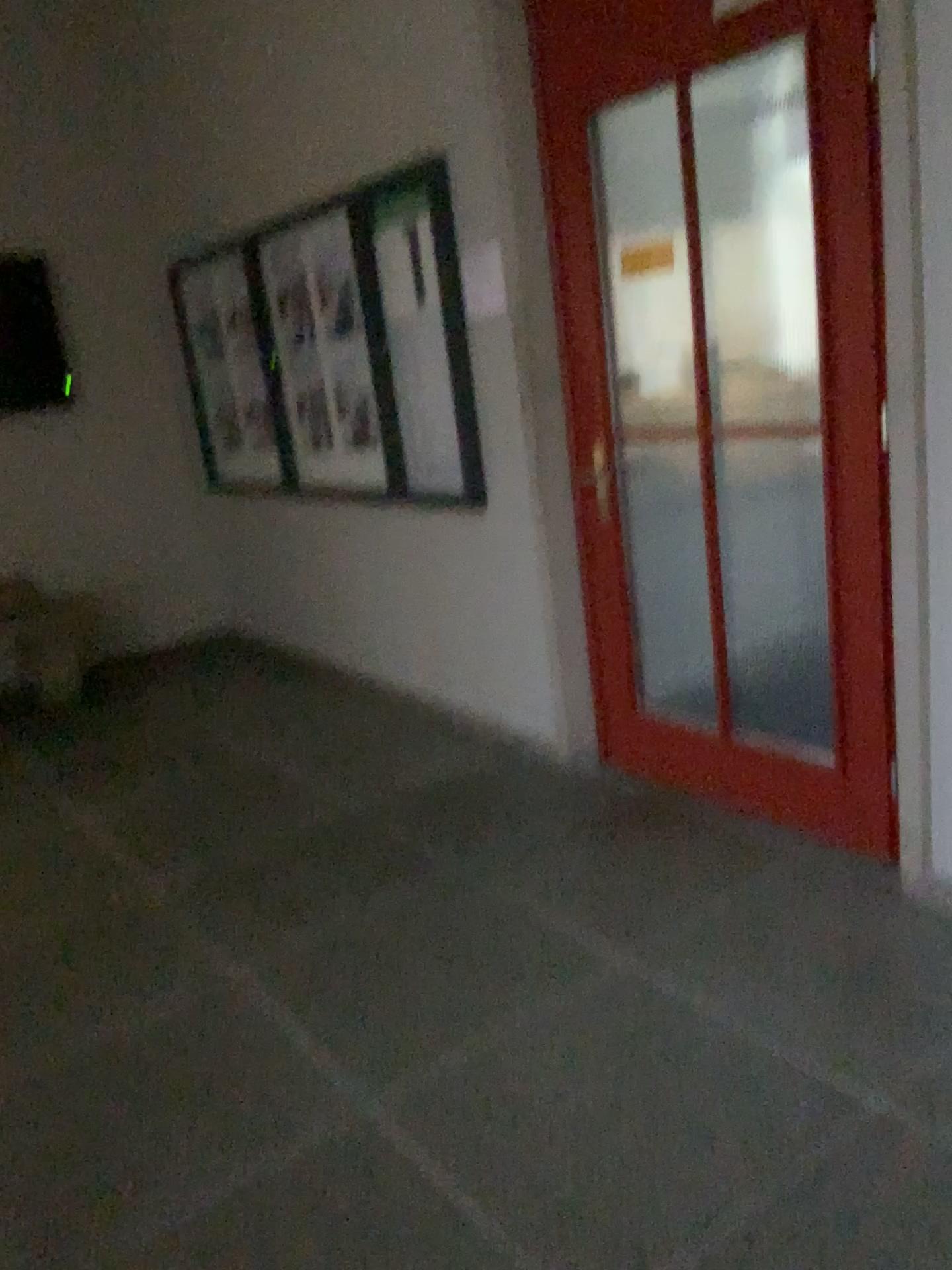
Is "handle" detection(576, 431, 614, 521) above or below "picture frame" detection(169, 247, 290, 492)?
below

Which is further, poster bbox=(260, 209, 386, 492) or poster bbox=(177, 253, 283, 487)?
poster bbox=(177, 253, 283, 487)

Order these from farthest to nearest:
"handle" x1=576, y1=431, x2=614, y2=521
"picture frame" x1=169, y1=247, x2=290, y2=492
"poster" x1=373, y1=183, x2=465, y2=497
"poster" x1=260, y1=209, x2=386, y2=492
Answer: "picture frame" x1=169, y1=247, x2=290, y2=492 → "poster" x1=260, y1=209, x2=386, y2=492 → "poster" x1=373, y1=183, x2=465, y2=497 → "handle" x1=576, y1=431, x2=614, y2=521

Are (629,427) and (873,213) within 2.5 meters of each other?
yes

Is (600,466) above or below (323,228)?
below

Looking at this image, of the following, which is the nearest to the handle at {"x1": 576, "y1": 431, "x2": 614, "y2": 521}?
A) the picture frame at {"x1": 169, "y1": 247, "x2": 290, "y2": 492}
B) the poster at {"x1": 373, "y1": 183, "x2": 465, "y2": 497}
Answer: the poster at {"x1": 373, "y1": 183, "x2": 465, "y2": 497}

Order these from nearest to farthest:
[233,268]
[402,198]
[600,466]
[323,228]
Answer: [600,466], [402,198], [323,228], [233,268]

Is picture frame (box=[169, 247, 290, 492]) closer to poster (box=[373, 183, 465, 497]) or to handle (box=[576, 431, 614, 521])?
poster (box=[373, 183, 465, 497])

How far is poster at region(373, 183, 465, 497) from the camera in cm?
361

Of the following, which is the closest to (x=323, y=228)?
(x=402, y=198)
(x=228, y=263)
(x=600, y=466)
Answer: (x=402, y=198)
